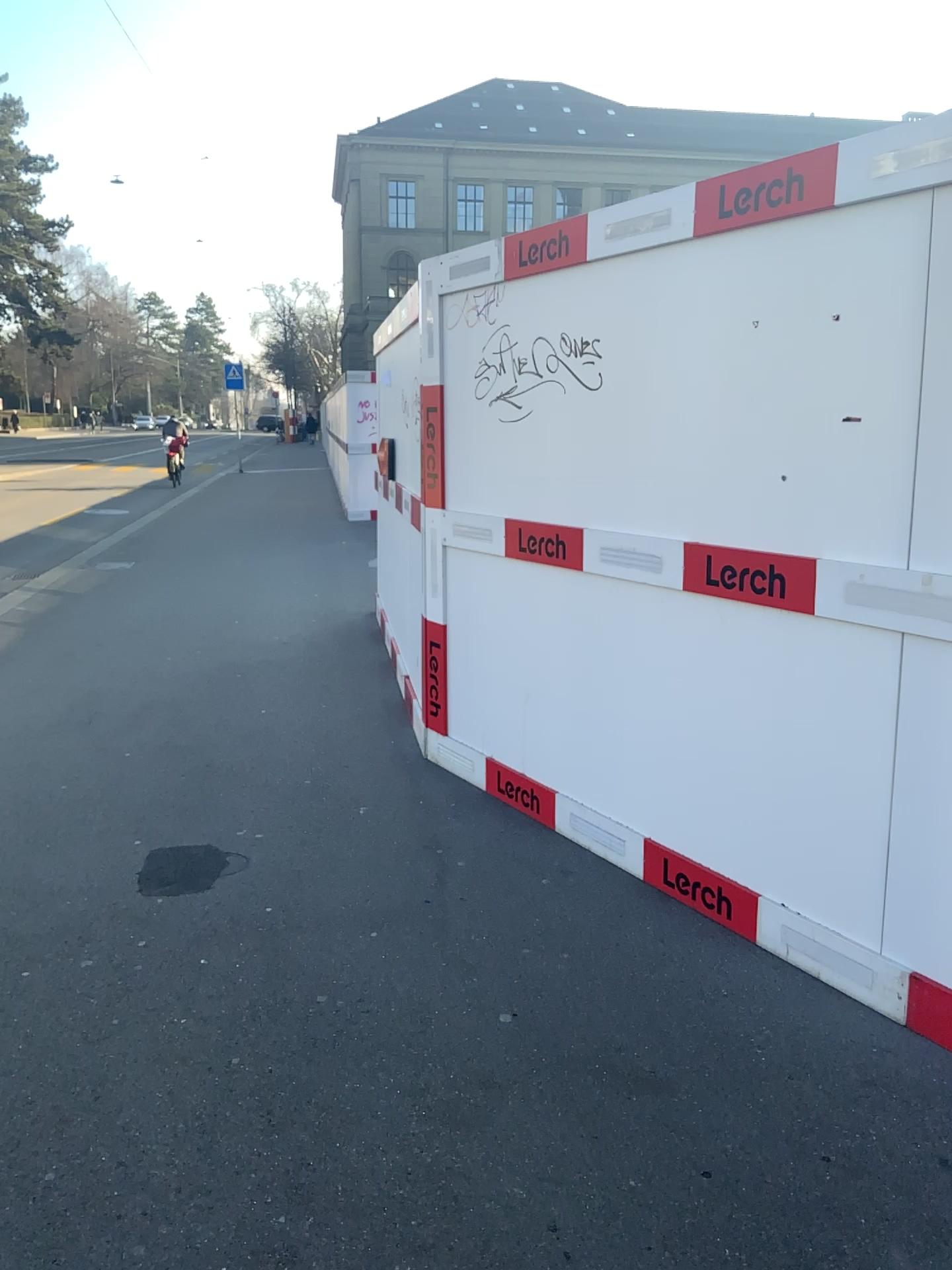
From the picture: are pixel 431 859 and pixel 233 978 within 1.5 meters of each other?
yes

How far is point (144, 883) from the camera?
3.4m

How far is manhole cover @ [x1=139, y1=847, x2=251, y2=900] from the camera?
3.45m
